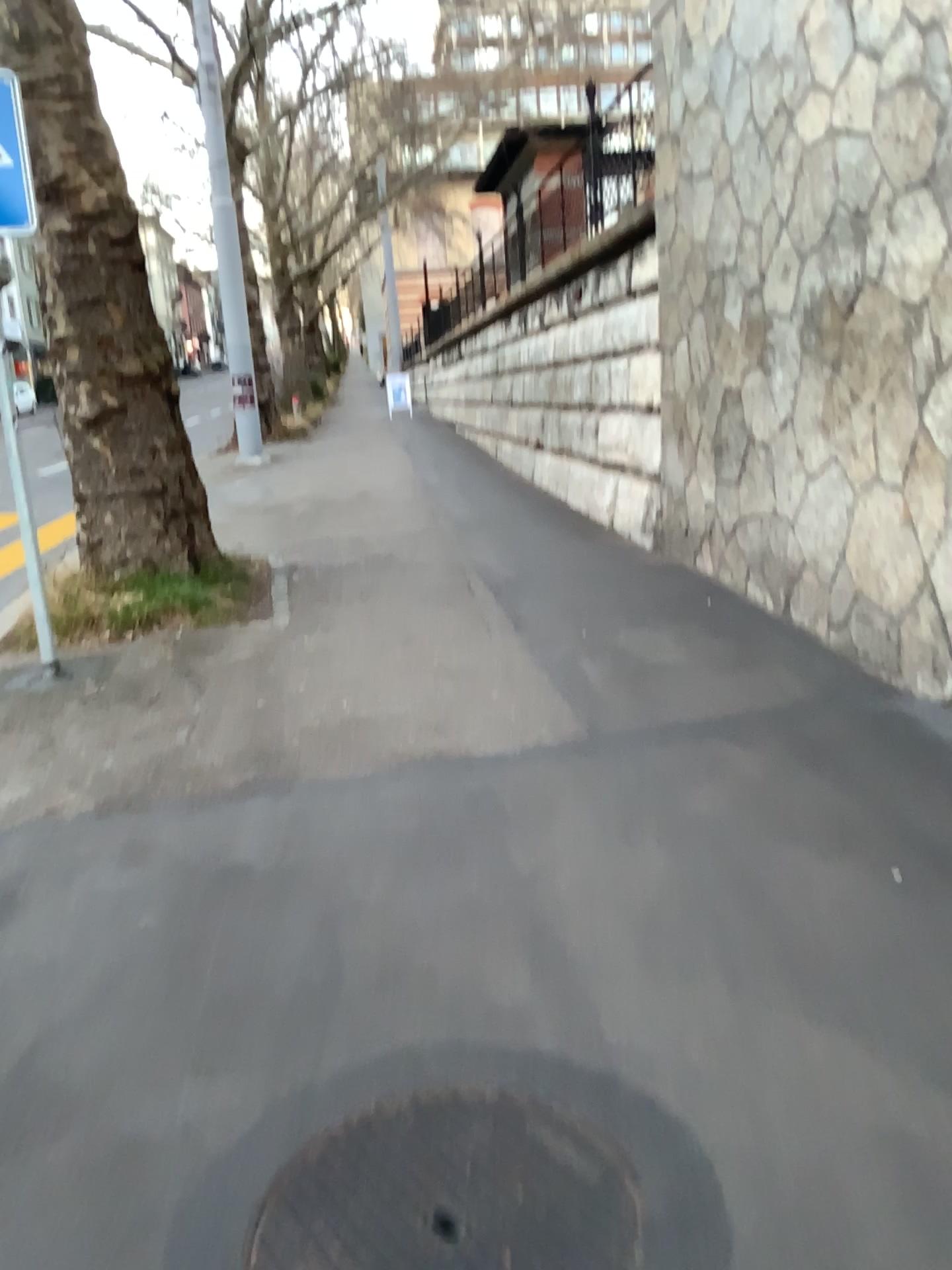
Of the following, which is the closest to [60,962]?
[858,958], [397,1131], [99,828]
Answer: [99,828]

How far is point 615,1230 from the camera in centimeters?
181cm

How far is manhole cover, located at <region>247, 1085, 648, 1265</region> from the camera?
1.8m
